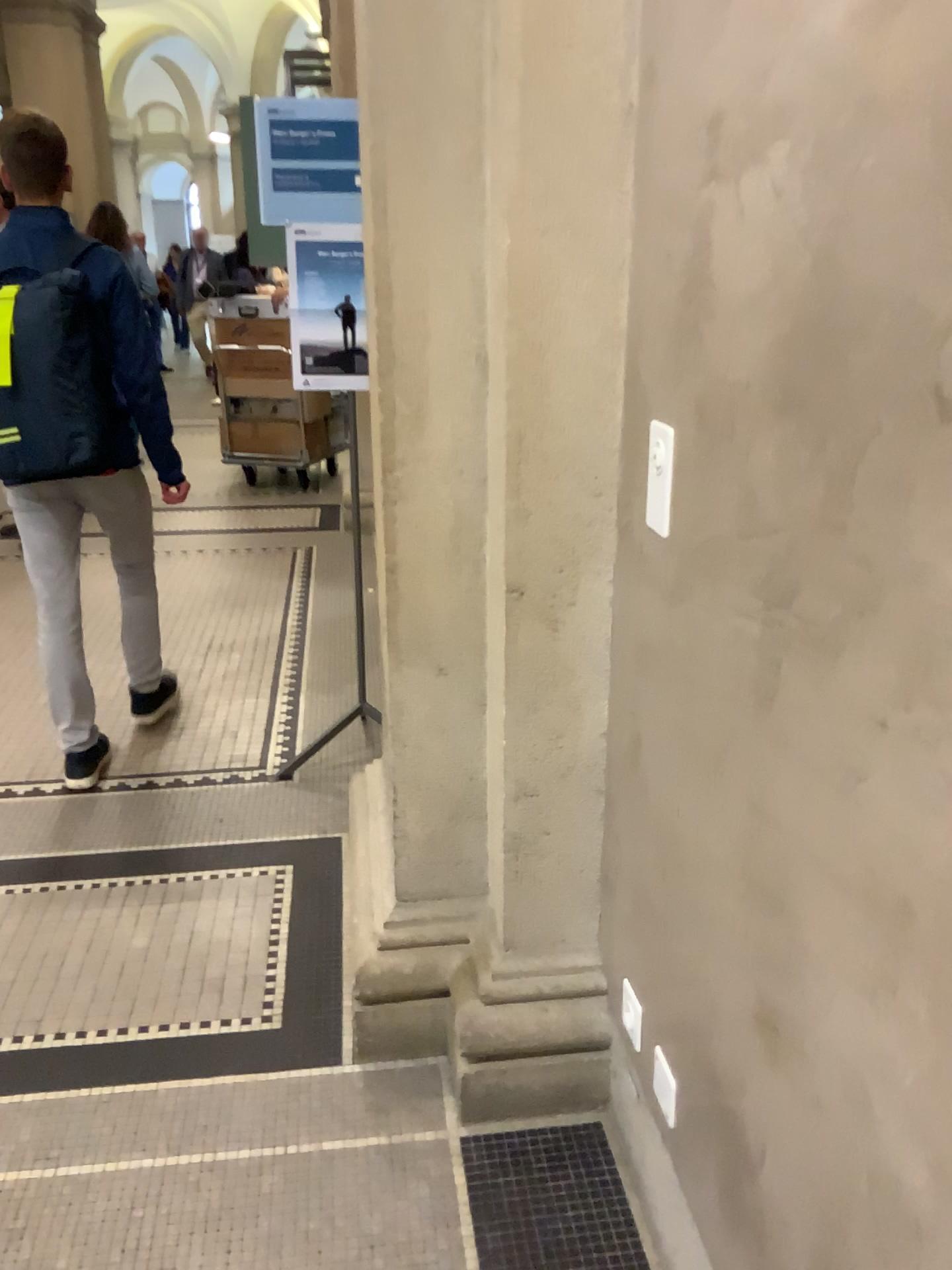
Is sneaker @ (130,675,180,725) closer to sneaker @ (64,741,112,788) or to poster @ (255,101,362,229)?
sneaker @ (64,741,112,788)

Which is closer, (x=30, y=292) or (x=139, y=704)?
(x=30, y=292)

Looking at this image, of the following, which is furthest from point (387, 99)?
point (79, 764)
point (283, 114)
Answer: point (79, 764)

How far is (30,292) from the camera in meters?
2.6

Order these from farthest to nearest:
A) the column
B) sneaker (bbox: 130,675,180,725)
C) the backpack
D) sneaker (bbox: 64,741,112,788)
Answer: sneaker (bbox: 130,675,180,725) → sneaker (bbox: 64,741,112,788) → the backpack → the column

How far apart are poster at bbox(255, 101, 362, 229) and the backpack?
0.5m

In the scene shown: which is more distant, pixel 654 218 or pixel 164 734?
pixel 164 734

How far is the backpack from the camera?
2.58m

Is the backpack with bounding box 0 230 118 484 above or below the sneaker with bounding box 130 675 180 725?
above

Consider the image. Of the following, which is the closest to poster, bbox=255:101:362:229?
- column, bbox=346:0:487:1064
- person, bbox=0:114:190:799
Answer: person, bbox=0:114:190:799
